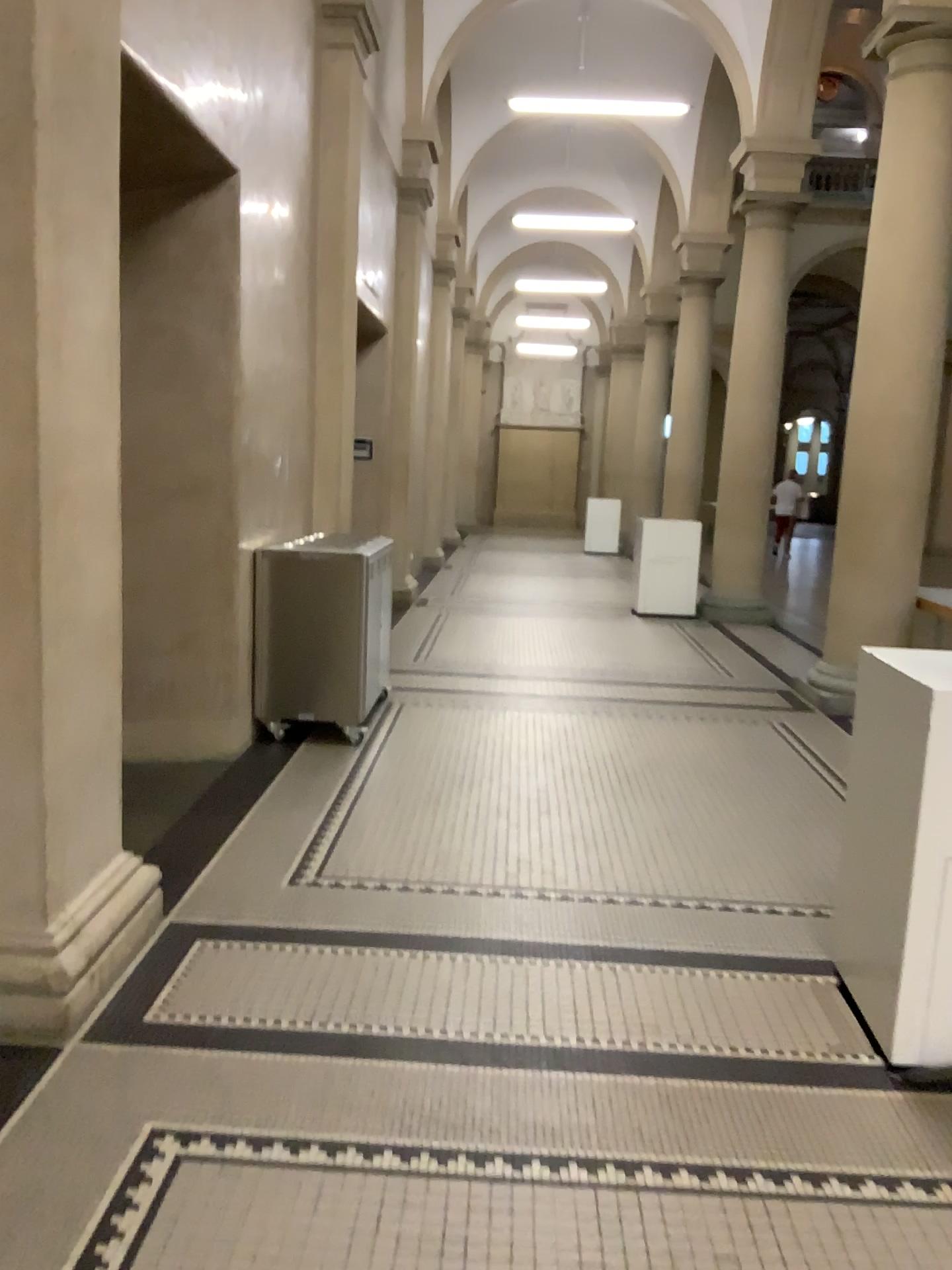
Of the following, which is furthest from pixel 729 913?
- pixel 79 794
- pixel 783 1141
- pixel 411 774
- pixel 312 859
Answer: pixel 79 794
